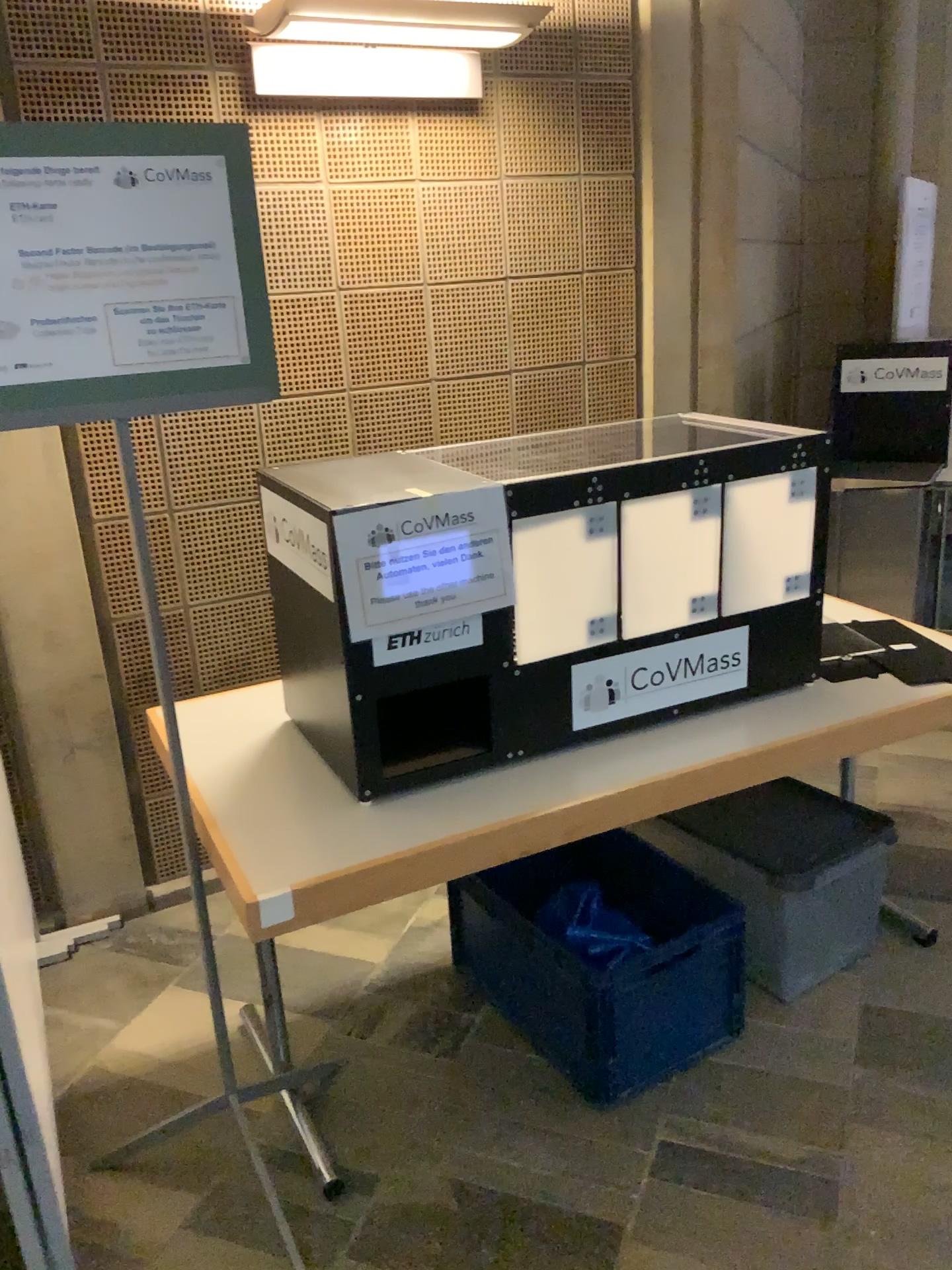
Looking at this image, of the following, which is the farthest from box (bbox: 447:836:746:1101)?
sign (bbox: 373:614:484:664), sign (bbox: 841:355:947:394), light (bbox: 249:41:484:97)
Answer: sign (bbox: 841:355:947:394)

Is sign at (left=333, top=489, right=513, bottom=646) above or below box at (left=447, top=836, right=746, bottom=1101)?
above

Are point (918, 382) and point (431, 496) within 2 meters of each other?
no

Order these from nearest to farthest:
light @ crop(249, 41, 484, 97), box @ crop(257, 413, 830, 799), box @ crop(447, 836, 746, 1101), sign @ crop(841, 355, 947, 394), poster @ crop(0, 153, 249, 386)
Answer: poster @ crop(0, 153, 249, 386) → box @ crop(257, 413, 830, 799) → box @ crop(447, 836, 746, 1101) → light @ crop(249, 41, 484, 97) → sign @ crop(841, 355, 947, 394)

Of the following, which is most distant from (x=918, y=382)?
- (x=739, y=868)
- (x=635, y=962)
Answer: (x=635, y=962)

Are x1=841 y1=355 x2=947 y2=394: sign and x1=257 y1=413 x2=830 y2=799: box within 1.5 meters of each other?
no

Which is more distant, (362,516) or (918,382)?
(918,382)

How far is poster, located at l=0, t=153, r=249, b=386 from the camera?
1.47m

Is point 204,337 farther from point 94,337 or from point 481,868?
point 481,868

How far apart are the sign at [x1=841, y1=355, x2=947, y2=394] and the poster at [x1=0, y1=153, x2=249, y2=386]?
3.4 meters
